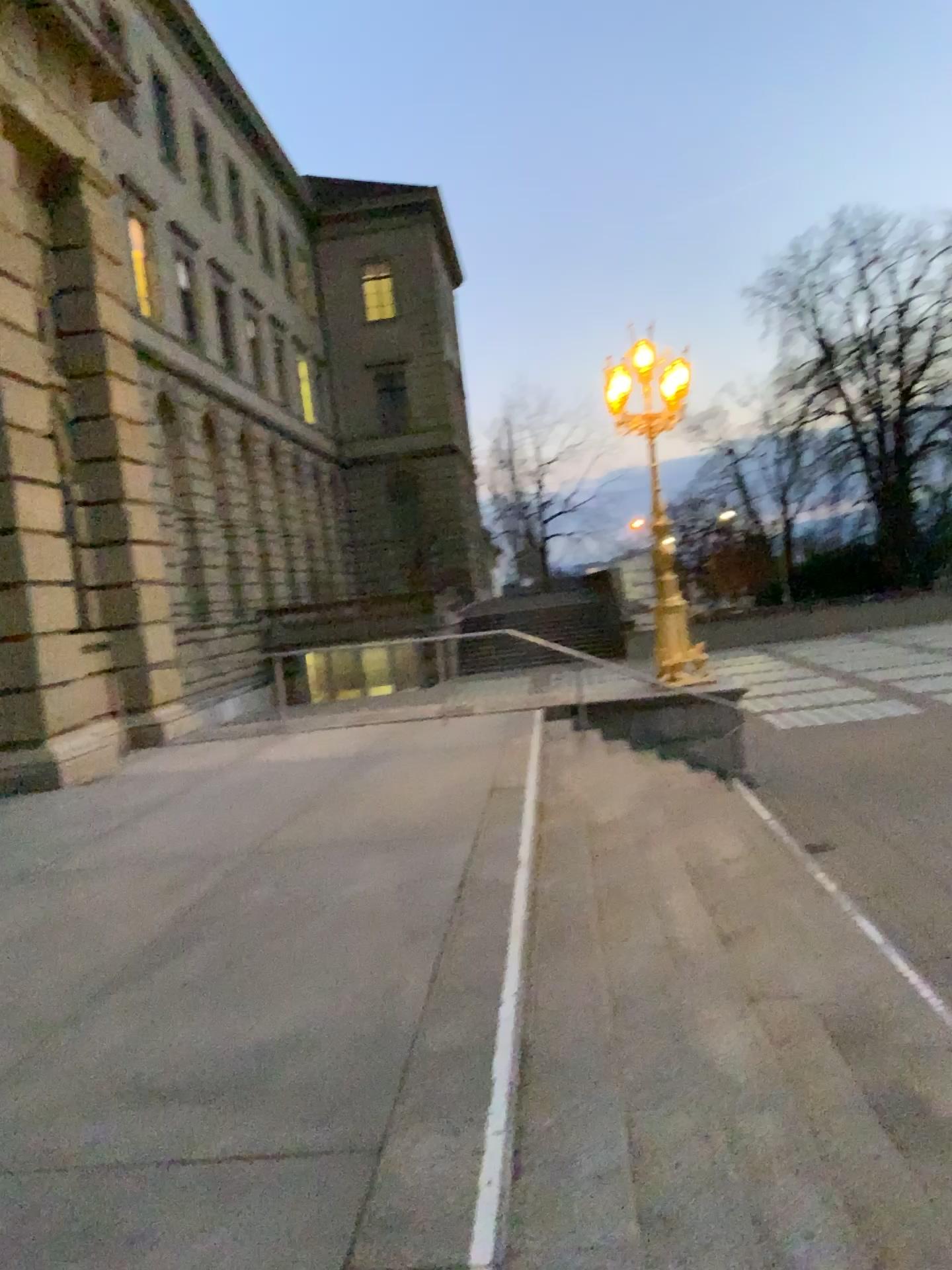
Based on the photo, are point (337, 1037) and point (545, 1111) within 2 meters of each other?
yes
